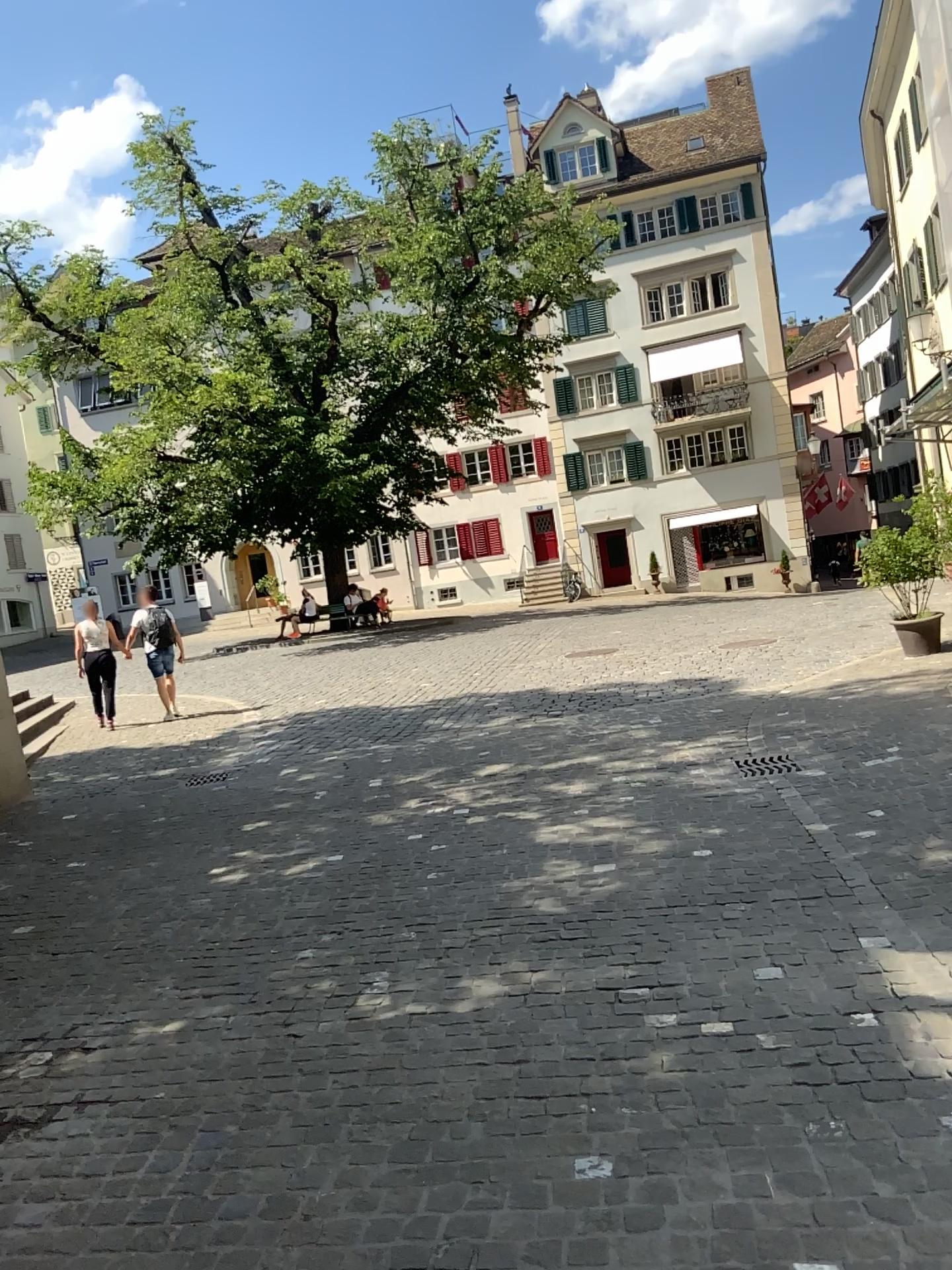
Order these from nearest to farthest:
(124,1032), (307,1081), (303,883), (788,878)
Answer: (307,1081)
(124,1032)
(788,878)
(303,883)
